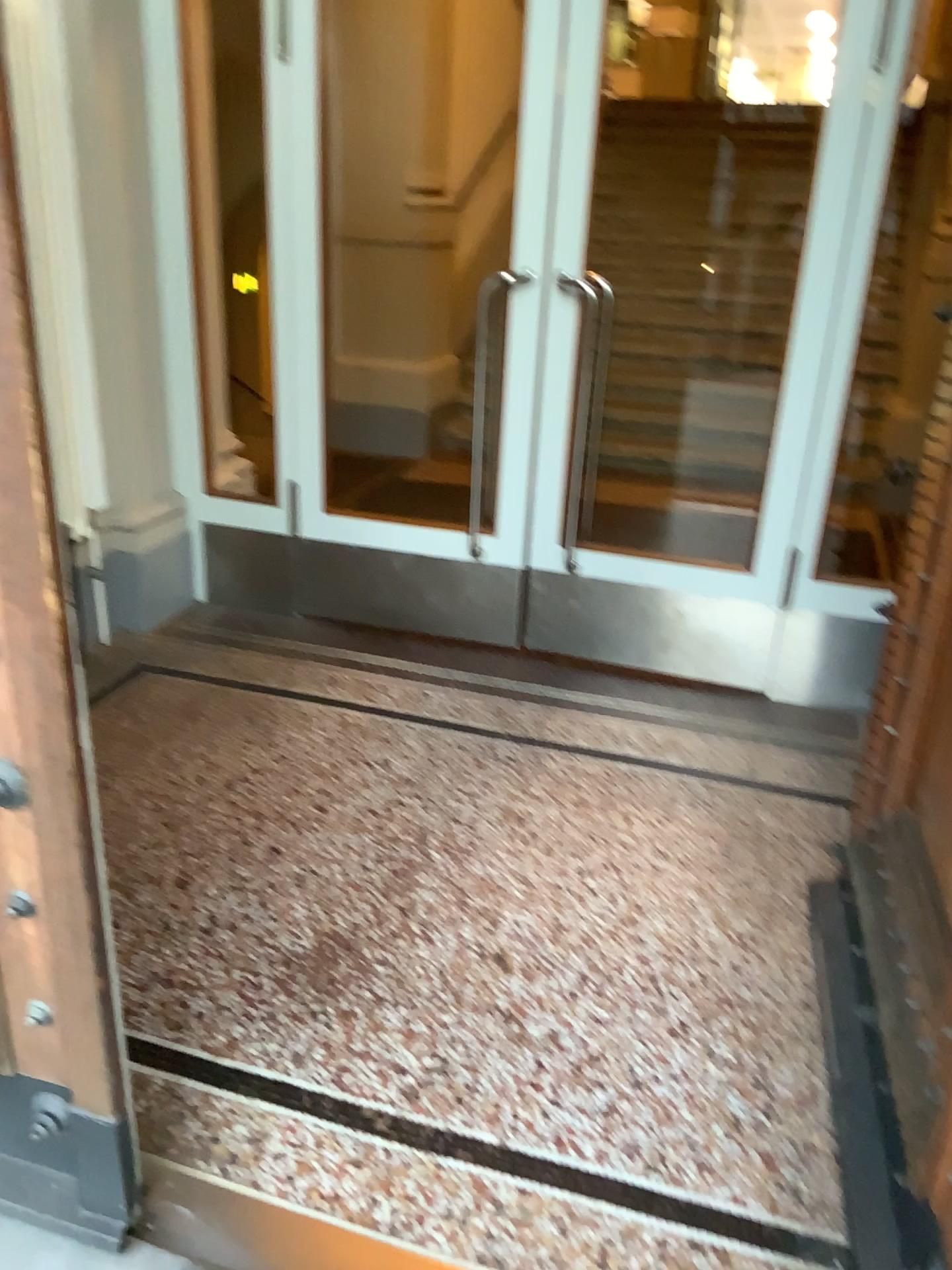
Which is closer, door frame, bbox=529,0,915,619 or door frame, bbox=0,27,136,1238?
door frame, bbox=0,27,136,1238

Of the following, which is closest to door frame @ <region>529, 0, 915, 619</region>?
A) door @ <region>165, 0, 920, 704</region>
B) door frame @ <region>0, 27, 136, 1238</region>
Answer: door @ <region>165, 0, 920, 704</region>

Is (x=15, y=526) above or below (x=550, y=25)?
below

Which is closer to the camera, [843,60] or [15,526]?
[15,526]

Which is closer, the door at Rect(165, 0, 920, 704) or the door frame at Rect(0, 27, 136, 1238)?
the door frame at Rect(0, 27, 136, 1238)

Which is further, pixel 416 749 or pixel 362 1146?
pixel 416 749

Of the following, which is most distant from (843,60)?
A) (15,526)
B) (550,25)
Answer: (15,526)

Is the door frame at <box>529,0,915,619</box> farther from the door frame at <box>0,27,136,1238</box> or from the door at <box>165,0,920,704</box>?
the door frame at <box>0,27,136,1238</box>
